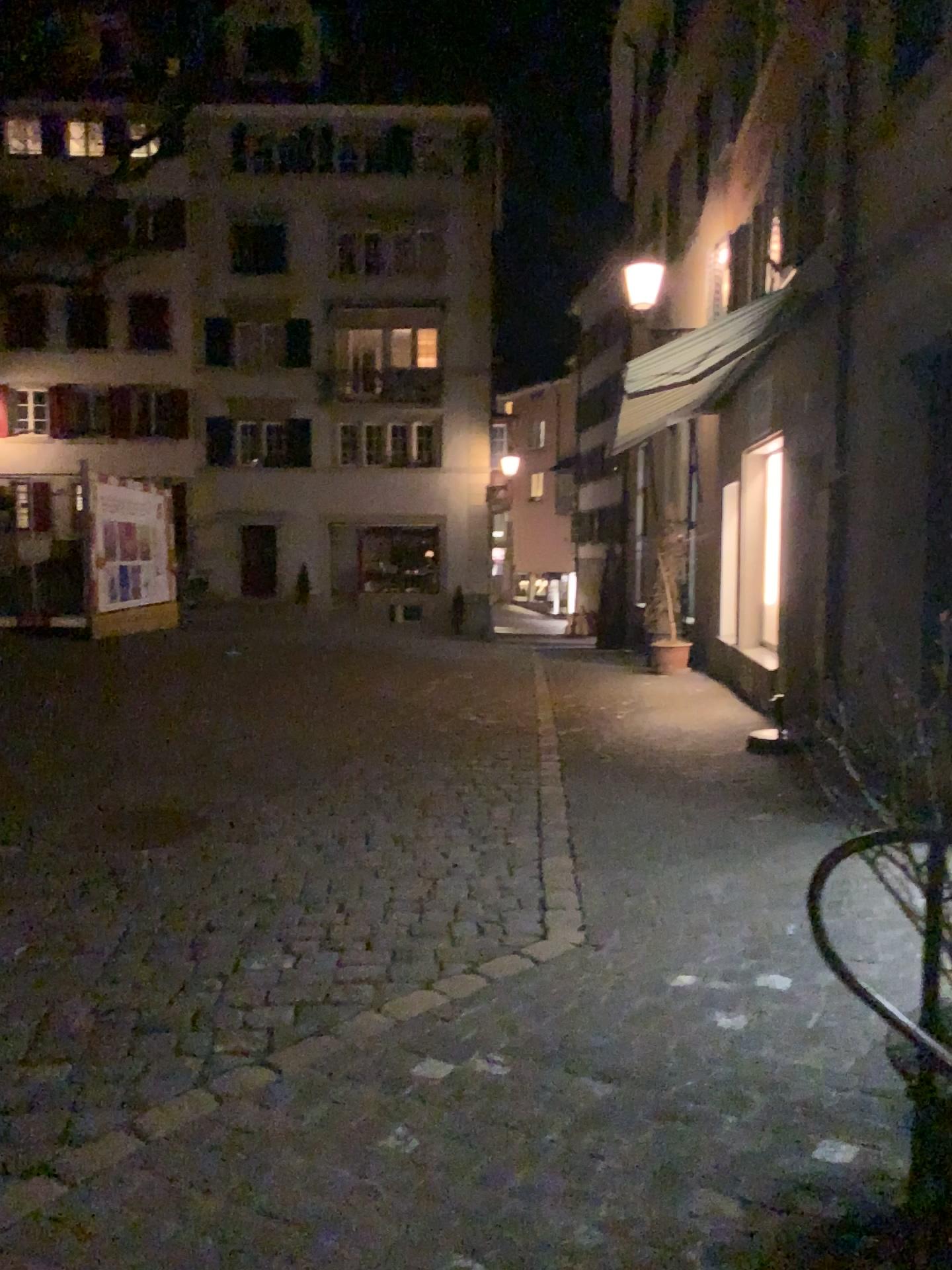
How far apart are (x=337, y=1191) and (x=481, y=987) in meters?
1.1
